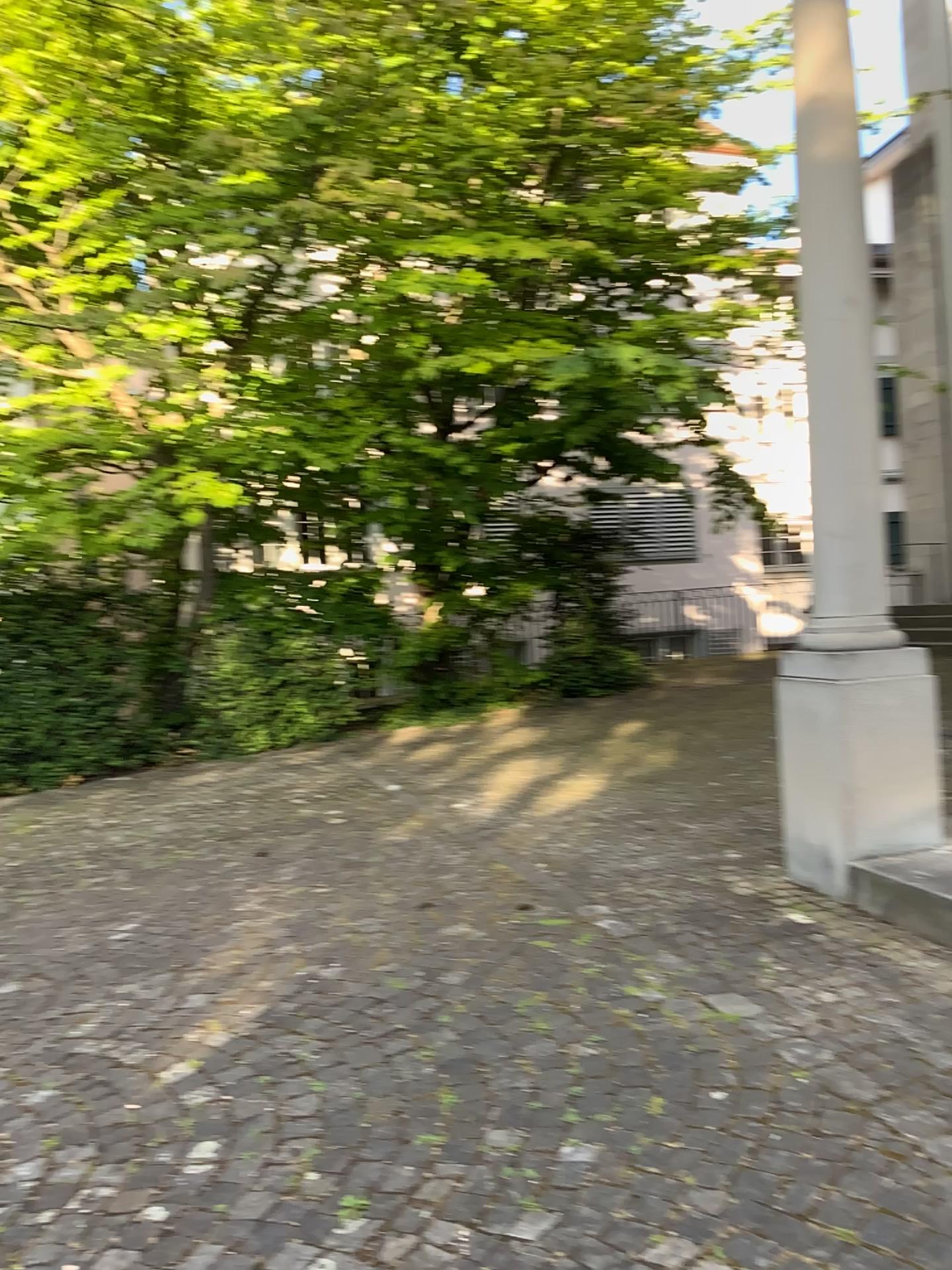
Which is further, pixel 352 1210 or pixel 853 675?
pixel 853 675

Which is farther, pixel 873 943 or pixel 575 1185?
pixel 873 943

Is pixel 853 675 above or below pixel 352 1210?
above

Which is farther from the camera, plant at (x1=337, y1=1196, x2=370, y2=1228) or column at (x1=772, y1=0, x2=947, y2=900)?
column at (x1=772, y1=0, x2=947, y2=900)

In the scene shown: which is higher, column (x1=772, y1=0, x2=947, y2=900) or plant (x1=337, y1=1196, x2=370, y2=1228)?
column (x1=772, y1=0, x2=947, y2=900)
